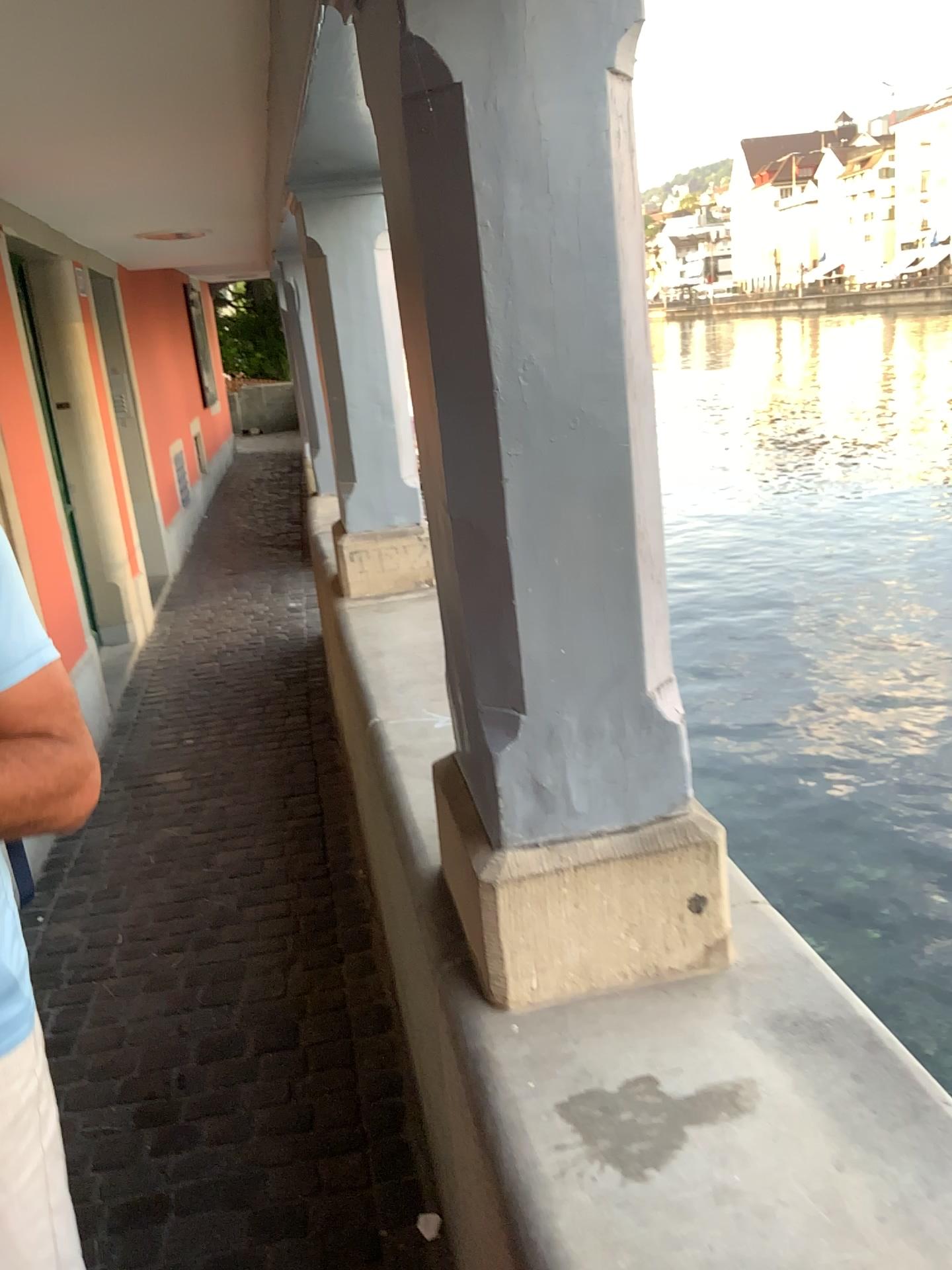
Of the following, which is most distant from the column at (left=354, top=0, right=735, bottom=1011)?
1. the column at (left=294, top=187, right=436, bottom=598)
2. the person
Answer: the column at (left=294, top=187, right=436, bottom=598)

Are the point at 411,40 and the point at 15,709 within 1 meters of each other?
yes

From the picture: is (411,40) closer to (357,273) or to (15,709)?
(15,709)

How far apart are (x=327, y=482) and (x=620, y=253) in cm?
218

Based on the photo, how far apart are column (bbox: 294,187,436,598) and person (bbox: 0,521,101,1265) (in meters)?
1.94

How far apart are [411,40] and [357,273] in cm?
199

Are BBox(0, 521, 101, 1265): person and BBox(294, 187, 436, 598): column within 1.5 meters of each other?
no

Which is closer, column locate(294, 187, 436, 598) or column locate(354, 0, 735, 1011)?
column locate(354, 0, 735, 1011)

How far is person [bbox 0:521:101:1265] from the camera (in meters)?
0.96

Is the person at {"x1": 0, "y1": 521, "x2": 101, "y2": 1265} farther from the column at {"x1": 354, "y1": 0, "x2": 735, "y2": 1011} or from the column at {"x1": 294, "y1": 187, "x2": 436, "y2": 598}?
the column at {"x1": 294, "y1": 187, "x2": 436, "y2": 598}
